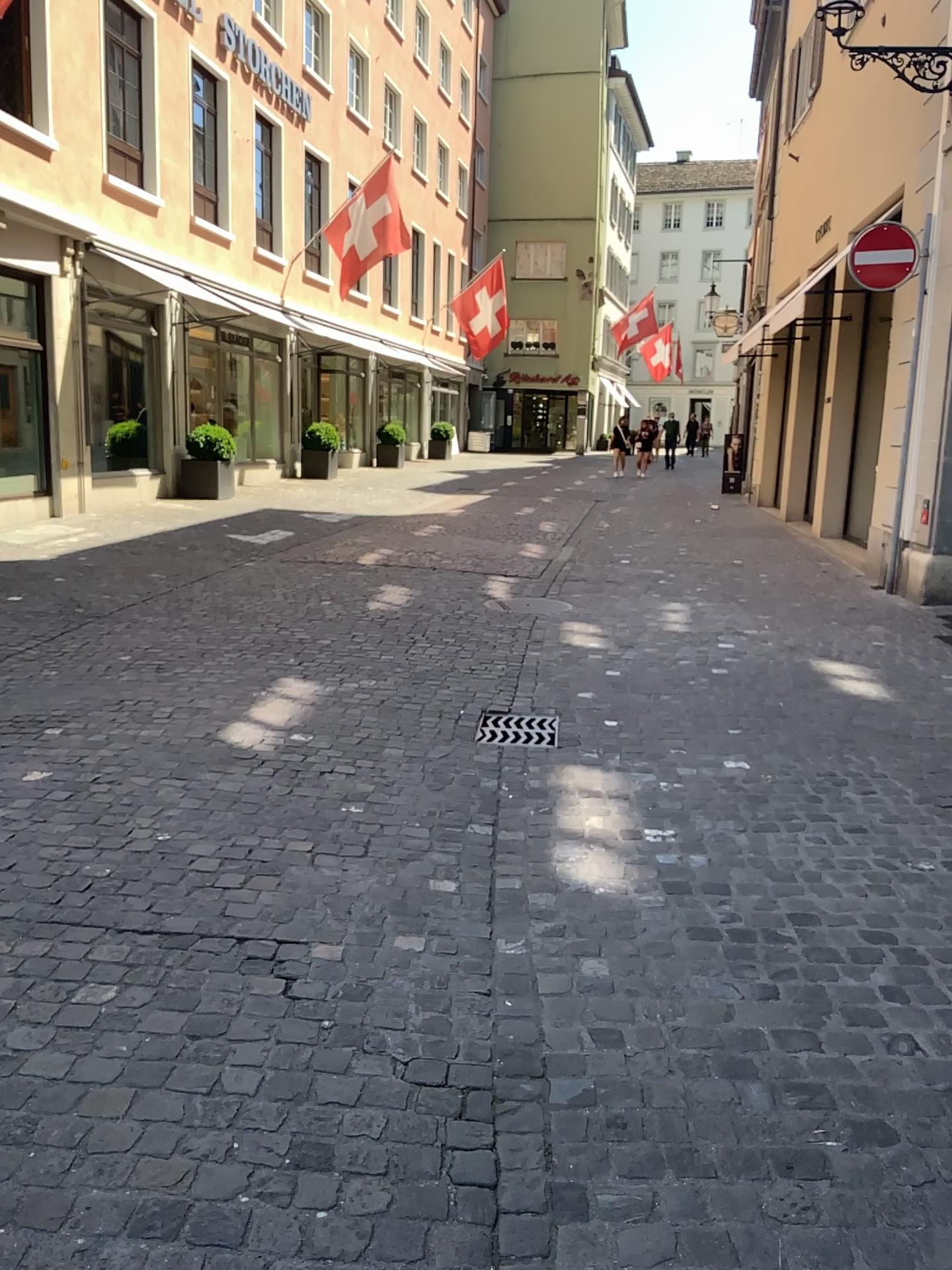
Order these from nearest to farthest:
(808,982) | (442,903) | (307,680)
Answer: (808,982)
(442,903)
(307,680)
